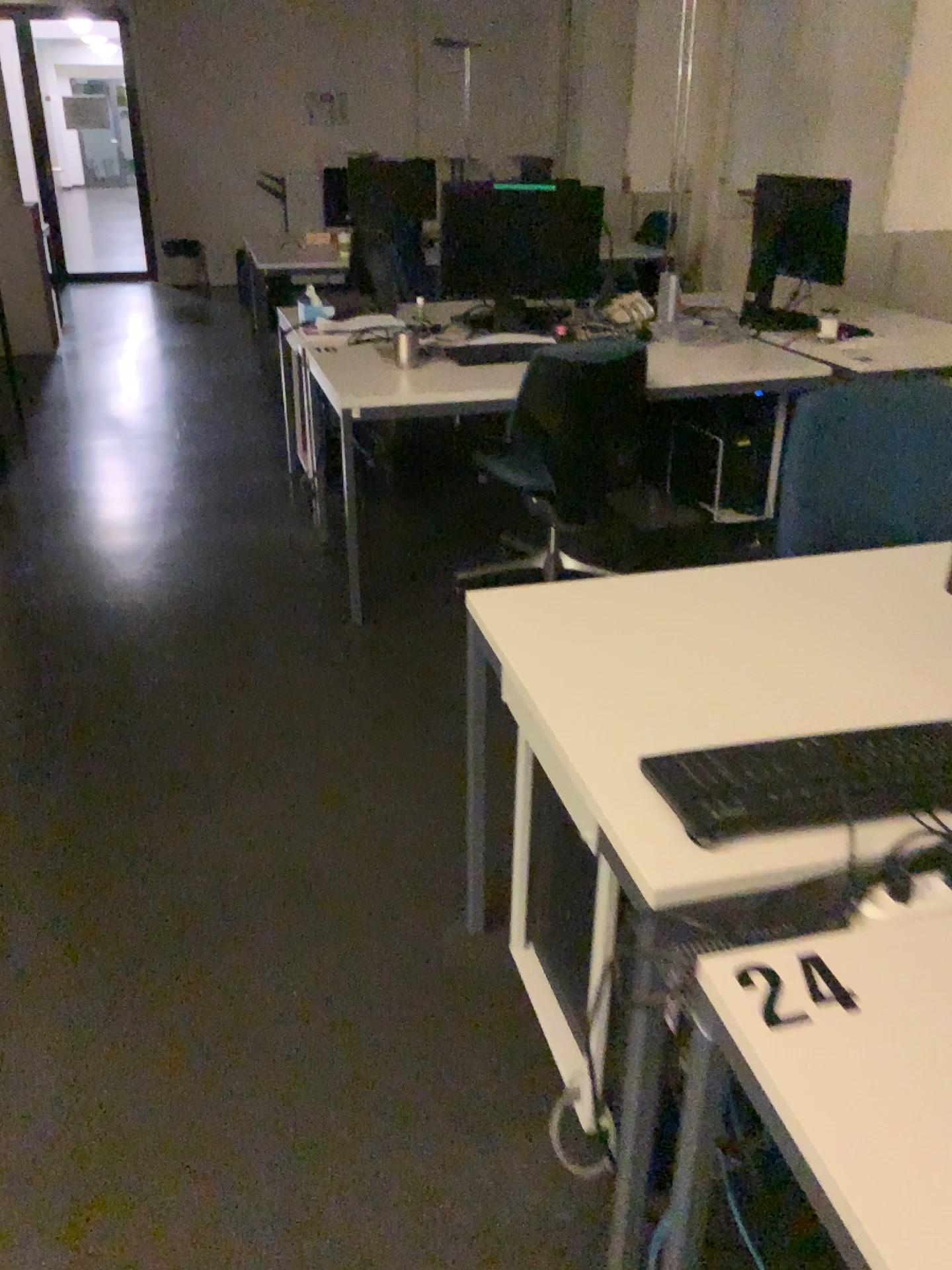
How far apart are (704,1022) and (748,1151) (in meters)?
0.55

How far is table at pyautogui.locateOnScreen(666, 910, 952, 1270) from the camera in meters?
0.8 m

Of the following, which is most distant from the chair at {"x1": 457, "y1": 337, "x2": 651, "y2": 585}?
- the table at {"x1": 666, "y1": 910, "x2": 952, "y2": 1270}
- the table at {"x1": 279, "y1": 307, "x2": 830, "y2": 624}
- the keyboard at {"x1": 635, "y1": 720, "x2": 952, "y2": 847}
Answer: the table at {"x1": 666, "y1": 910, "x2": 952, "y2": 1270}

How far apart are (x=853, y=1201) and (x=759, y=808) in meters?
0.5

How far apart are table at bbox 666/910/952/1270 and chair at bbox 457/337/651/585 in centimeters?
191cm

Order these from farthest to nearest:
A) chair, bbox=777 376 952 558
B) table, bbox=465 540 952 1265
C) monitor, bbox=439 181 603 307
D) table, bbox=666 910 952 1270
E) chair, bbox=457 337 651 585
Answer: monitor, bbox=439 181 603 307 < chair, bbox=457 337 651 585 < chair, bbox=777 376 952 558 < table, bbox=465 540 952 1265 < table, bbox=666 910 952 1270

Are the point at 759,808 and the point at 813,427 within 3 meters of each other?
yes

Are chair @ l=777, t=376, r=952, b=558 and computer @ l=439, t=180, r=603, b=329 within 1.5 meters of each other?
no

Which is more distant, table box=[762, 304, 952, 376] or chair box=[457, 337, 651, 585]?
table box=[762, 304, 952, 376]

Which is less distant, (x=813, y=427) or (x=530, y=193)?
(x=813, y=427)
